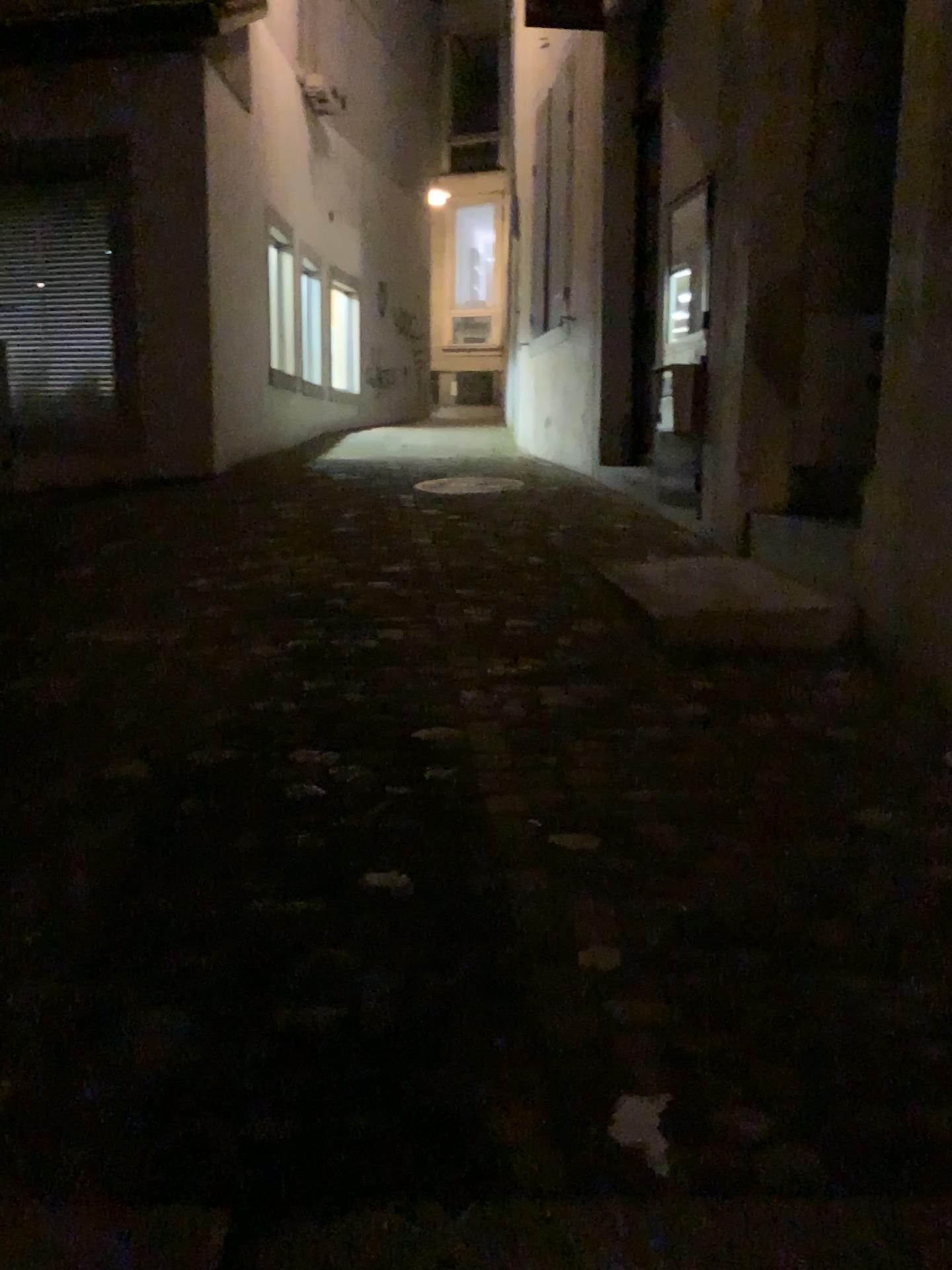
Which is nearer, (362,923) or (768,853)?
(362,923)
